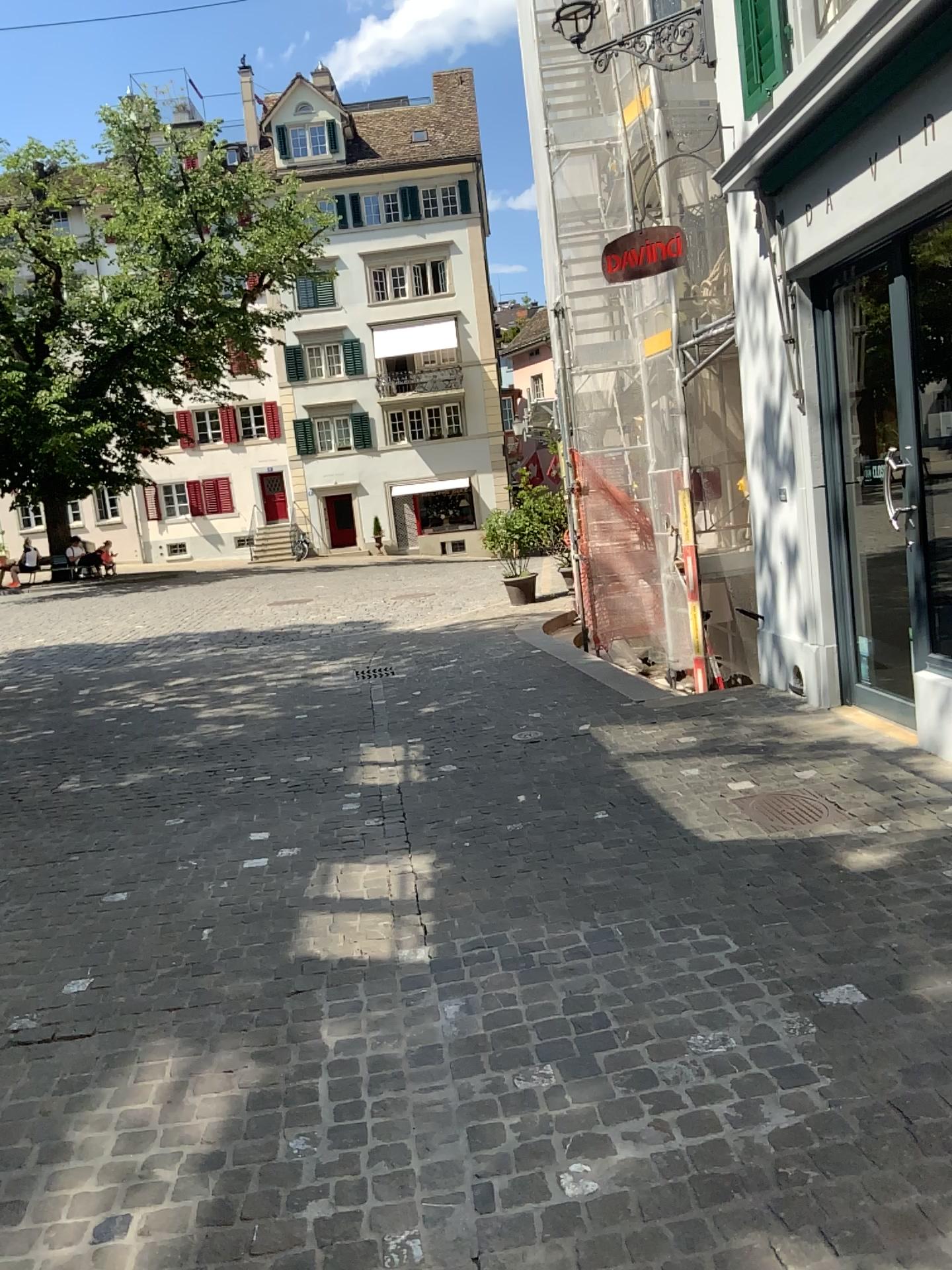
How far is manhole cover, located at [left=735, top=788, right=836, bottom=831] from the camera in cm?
428

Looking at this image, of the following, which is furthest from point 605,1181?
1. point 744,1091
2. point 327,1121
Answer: point 327,1121

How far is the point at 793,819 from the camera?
4.3m
